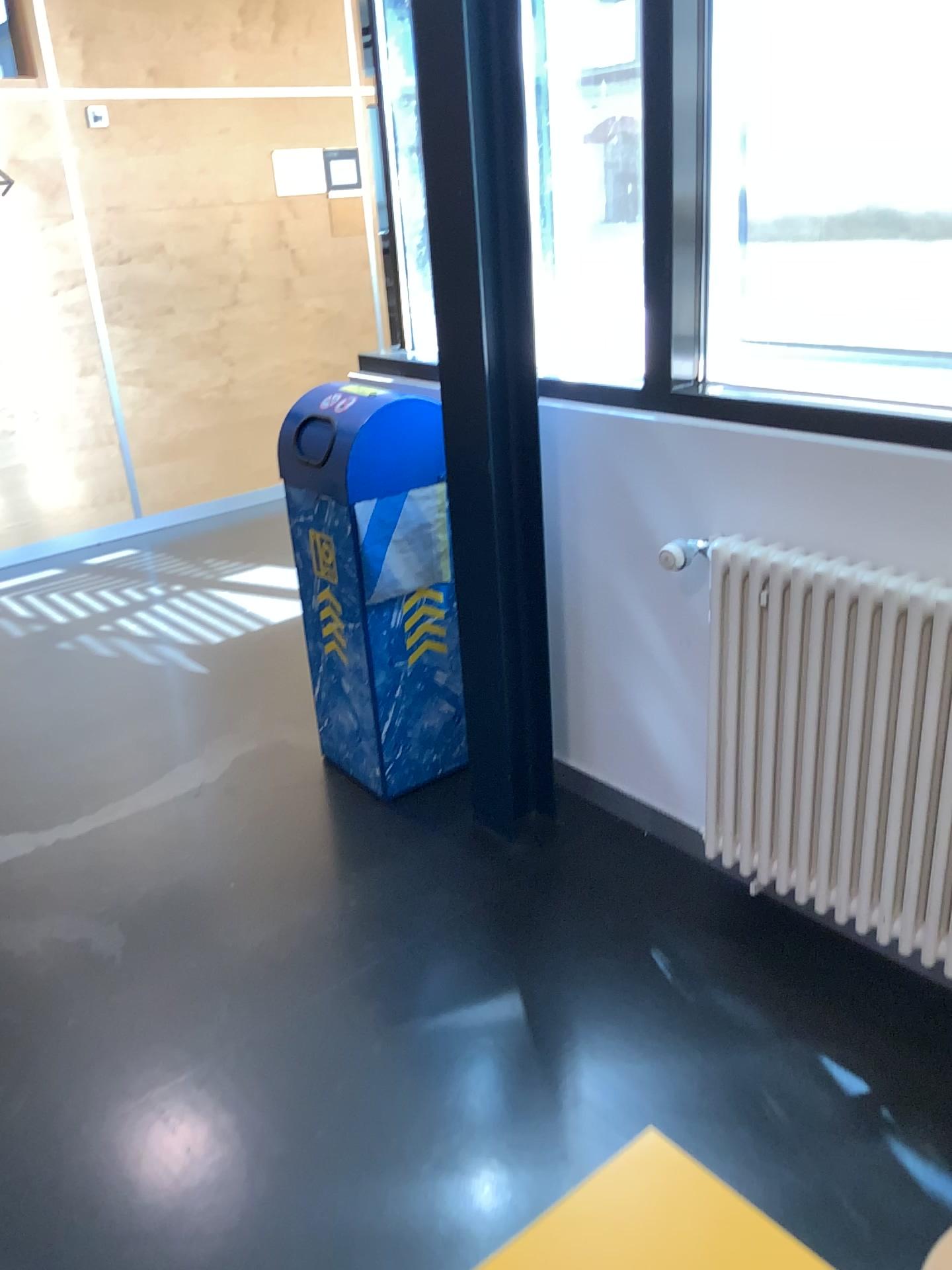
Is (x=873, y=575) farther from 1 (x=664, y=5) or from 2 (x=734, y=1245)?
2 (x=734, y=1245)

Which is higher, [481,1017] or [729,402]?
[729,402]

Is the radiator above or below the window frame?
below

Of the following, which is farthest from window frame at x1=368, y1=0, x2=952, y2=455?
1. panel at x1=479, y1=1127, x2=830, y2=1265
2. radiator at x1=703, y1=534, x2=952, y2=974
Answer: panel at x1=479, y1=1127, x2=830, y2=1265

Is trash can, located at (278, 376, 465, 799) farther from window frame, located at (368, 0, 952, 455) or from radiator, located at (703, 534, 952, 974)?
radiator, located at (703, 534, 952, 974)

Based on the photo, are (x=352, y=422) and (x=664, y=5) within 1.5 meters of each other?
yes

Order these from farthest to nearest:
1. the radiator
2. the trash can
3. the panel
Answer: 1. the trash can
2. the radiator
3. the panel

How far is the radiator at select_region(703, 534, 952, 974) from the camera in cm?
189

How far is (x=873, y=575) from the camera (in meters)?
1.89

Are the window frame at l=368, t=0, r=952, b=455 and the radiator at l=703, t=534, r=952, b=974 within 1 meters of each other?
yes
